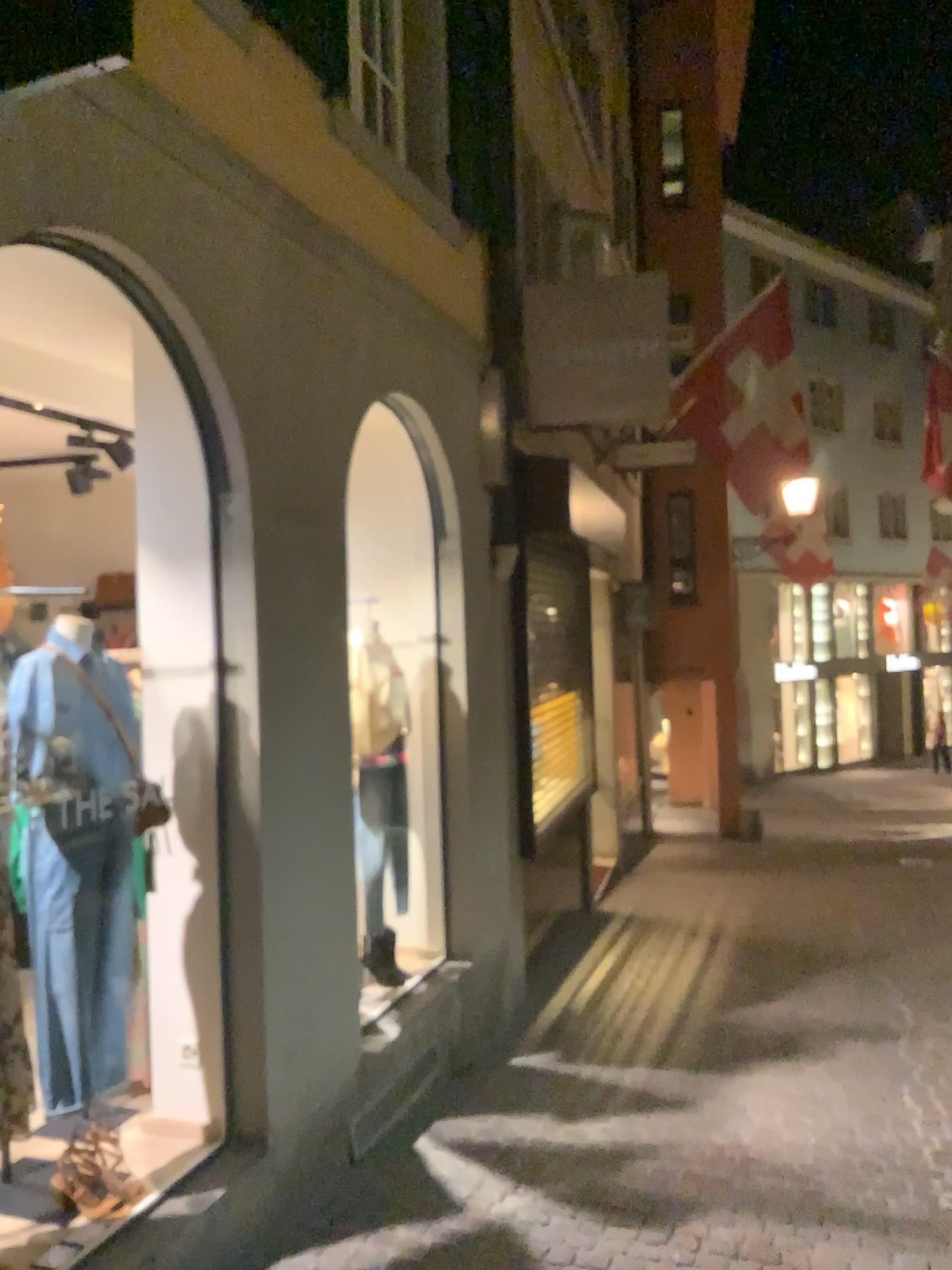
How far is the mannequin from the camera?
2.8m

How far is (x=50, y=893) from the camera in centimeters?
276cm

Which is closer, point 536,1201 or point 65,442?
point 536,1201

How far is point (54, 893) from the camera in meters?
2.8

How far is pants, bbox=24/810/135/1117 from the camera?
2.8m
